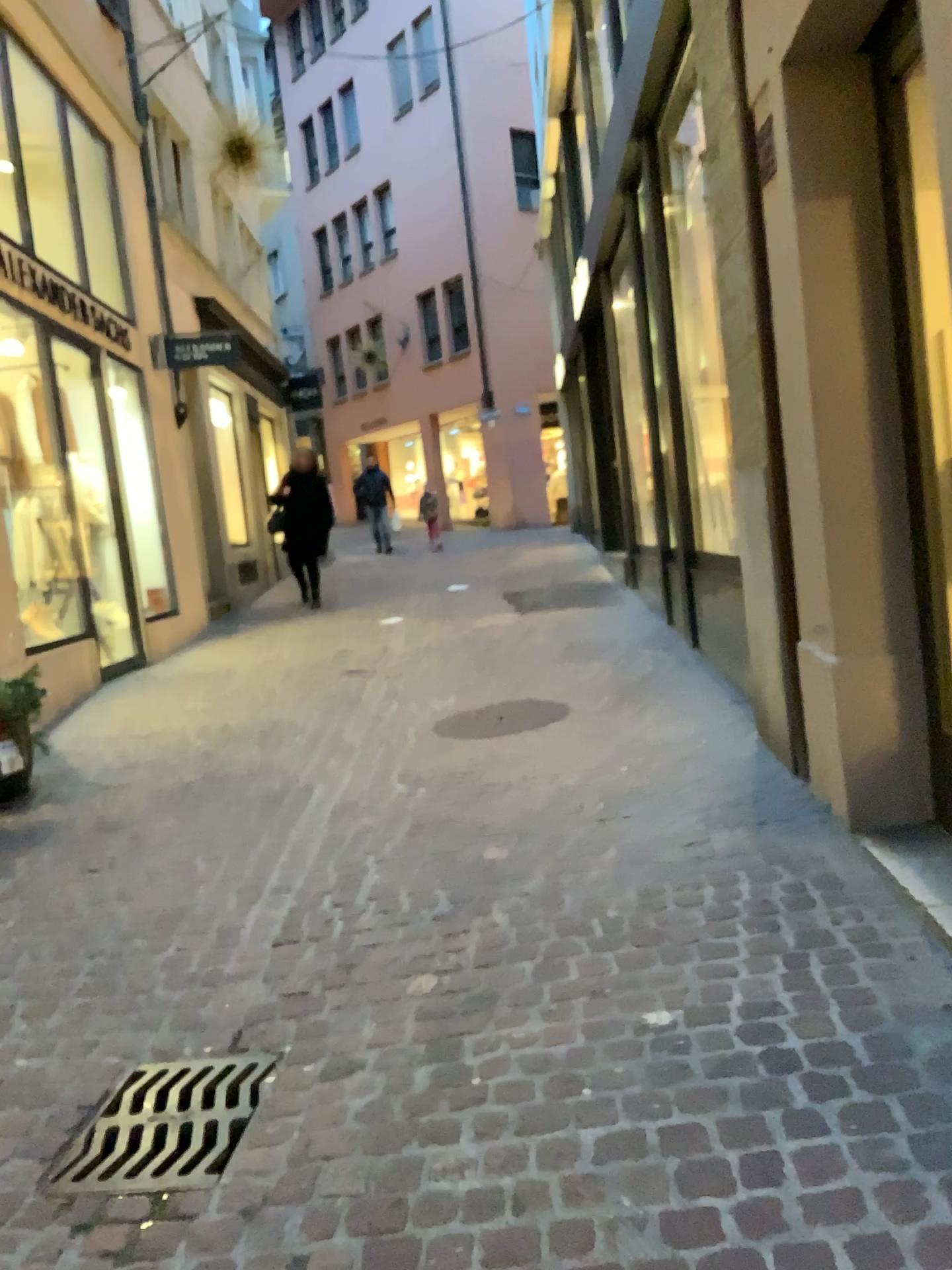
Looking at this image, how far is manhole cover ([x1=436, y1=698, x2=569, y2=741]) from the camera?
5.1m

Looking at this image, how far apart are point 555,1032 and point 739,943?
0.57m

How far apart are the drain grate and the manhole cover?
2.64m

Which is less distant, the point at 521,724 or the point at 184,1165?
the point at 184,1165

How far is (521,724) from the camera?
5.11m

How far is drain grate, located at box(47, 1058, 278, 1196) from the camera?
2.1m

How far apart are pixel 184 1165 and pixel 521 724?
3.2 meters

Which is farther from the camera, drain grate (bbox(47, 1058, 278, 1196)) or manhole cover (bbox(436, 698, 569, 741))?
manhole cover (bbox(436, 698, 569, 741))
